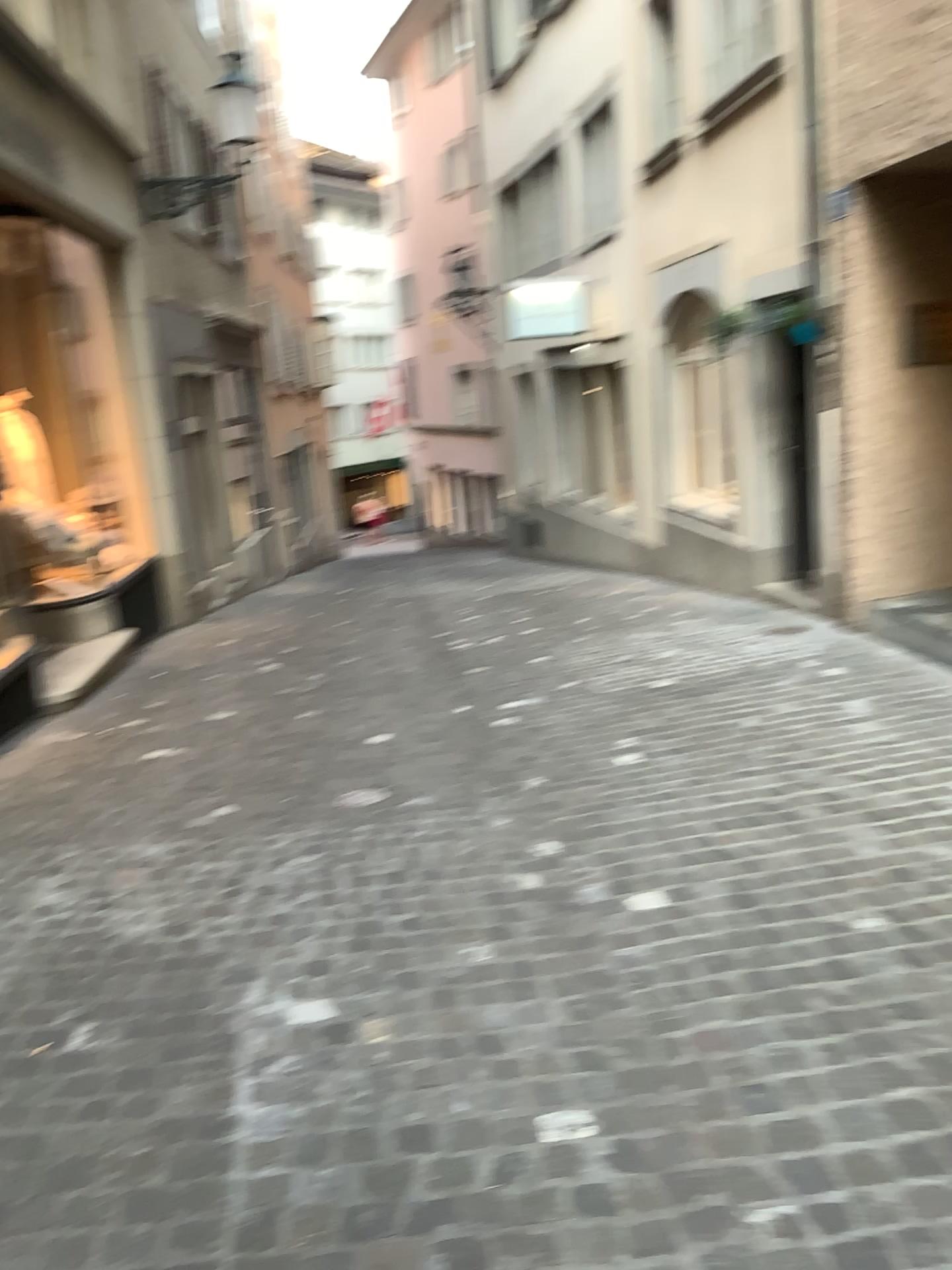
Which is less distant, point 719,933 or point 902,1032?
point 902,1032
